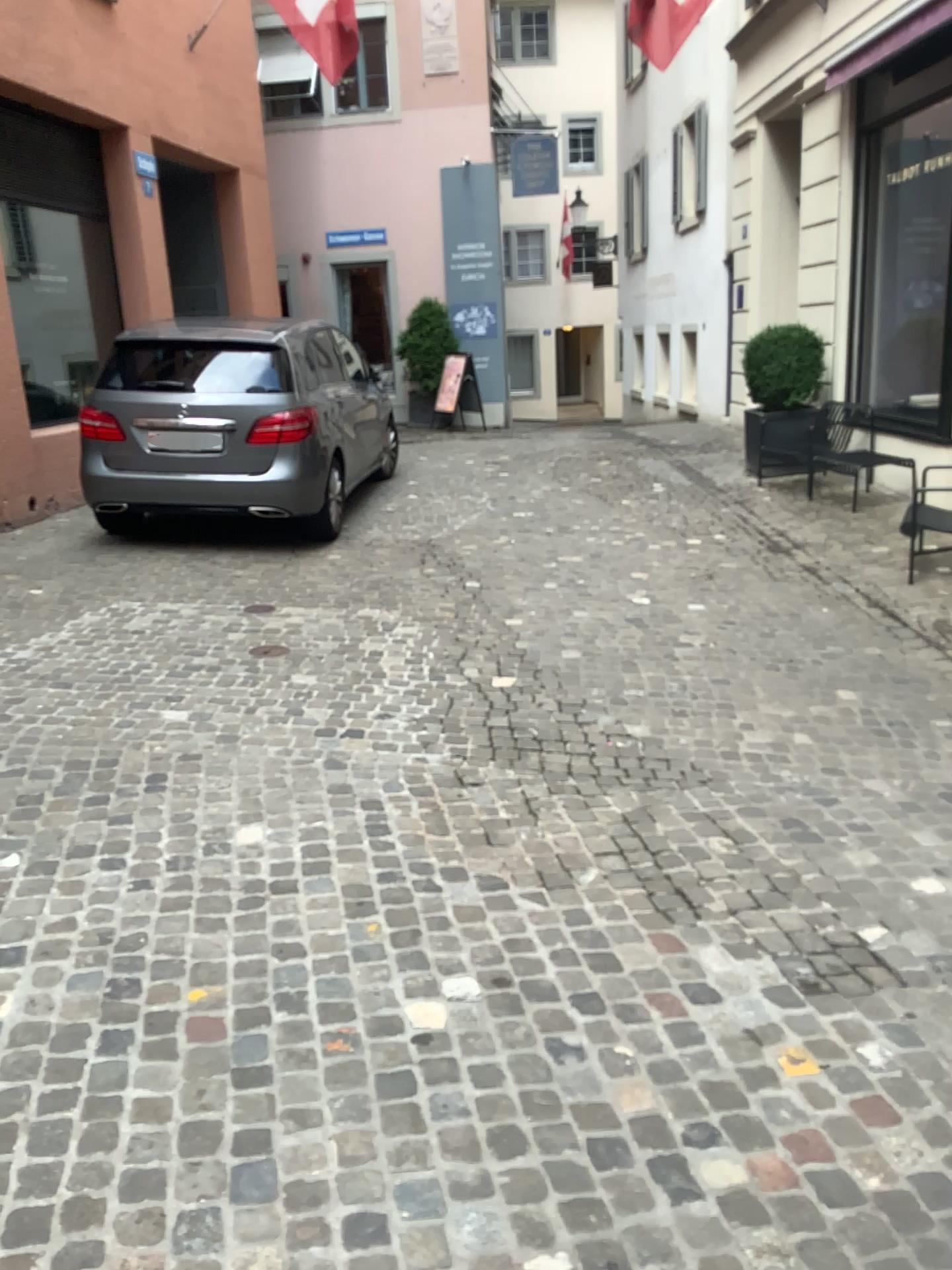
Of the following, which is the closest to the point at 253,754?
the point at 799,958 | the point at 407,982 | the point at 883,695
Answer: the point at 407,982
